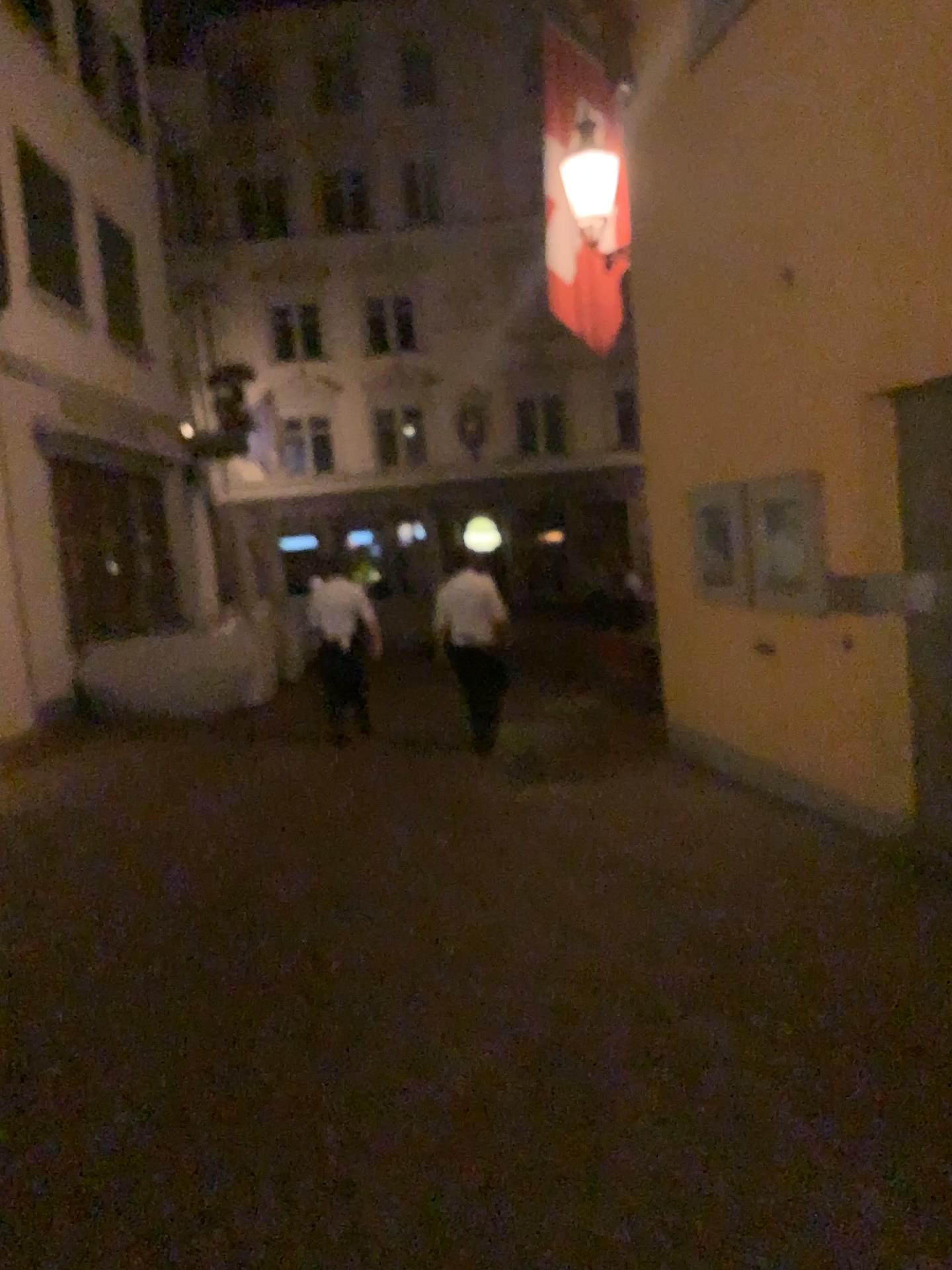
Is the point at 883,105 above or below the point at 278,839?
above
